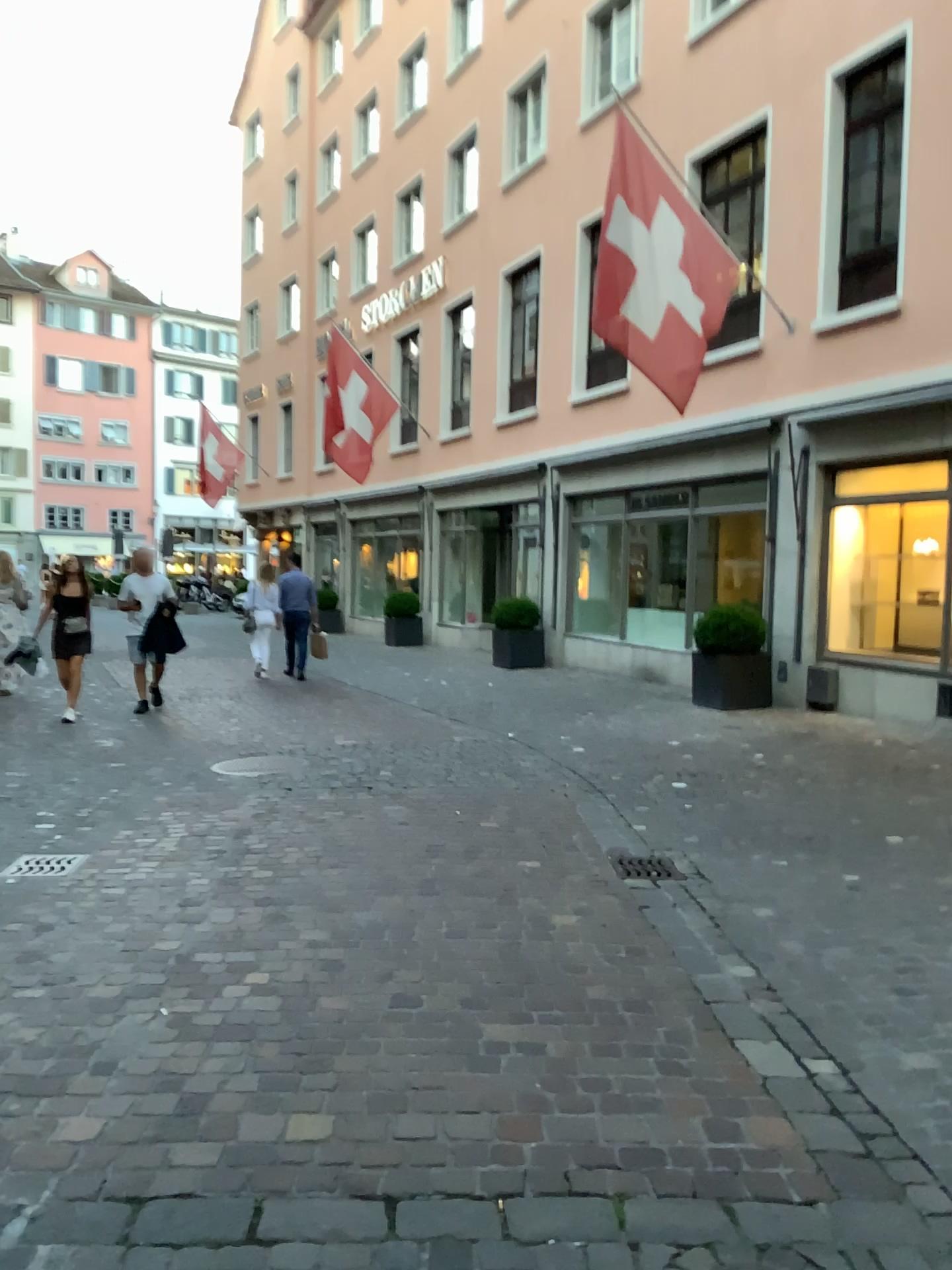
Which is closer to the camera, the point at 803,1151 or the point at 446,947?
the point at 803,1151
